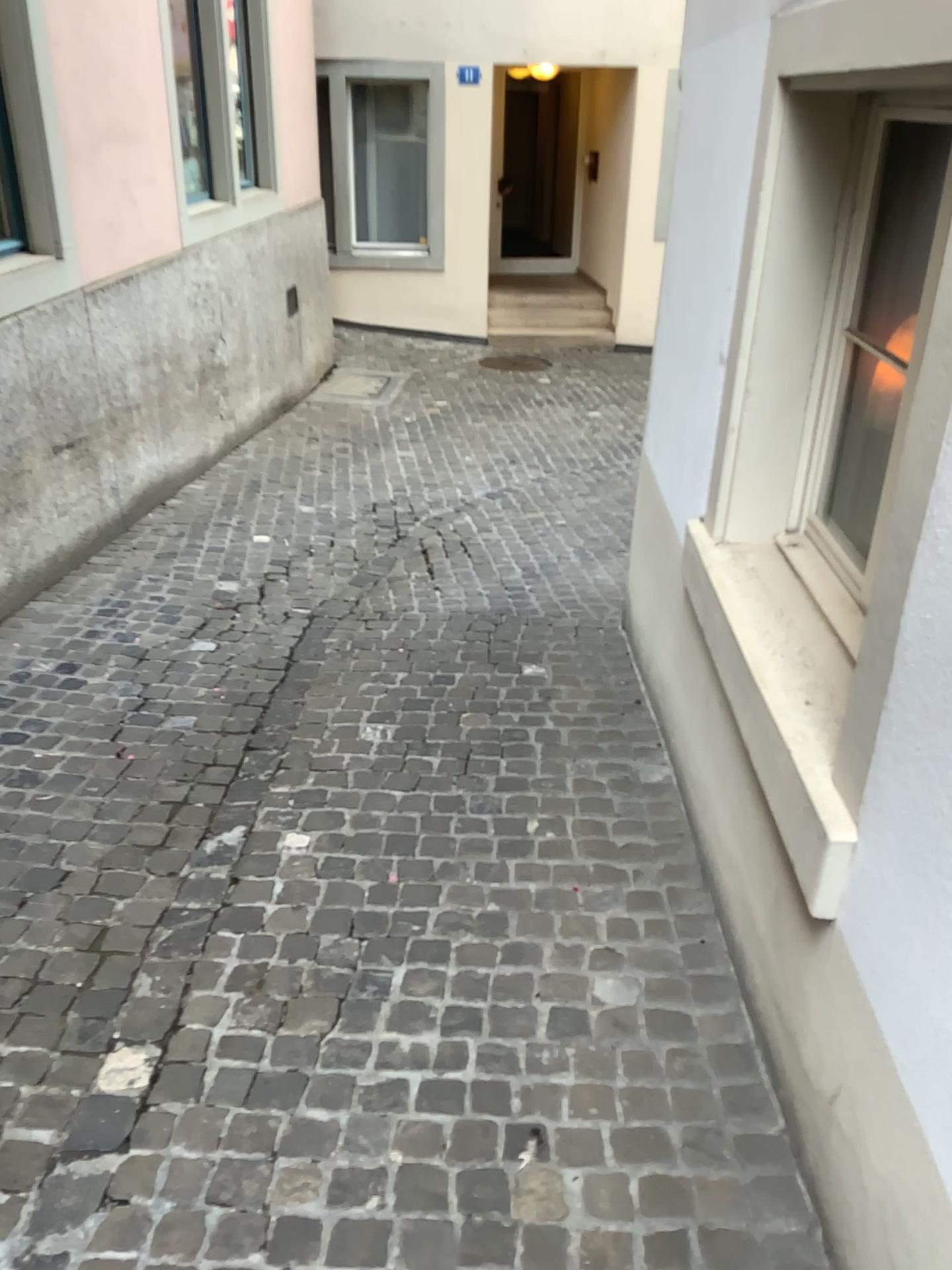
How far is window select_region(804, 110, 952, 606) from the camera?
2.2 meters

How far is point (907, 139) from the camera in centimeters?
223cm

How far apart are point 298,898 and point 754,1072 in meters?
1.1
